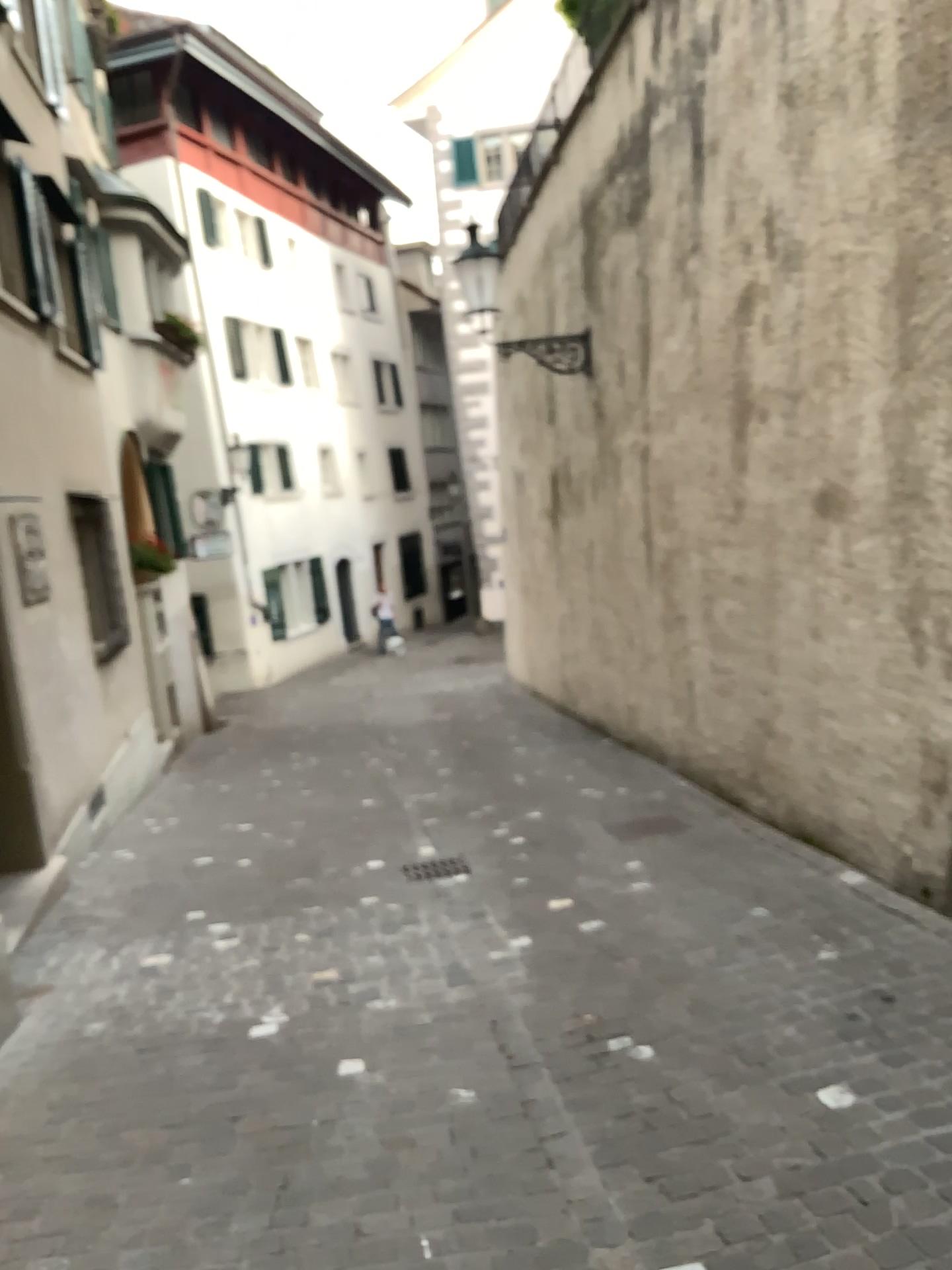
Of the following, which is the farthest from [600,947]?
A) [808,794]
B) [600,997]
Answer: [808,794]
